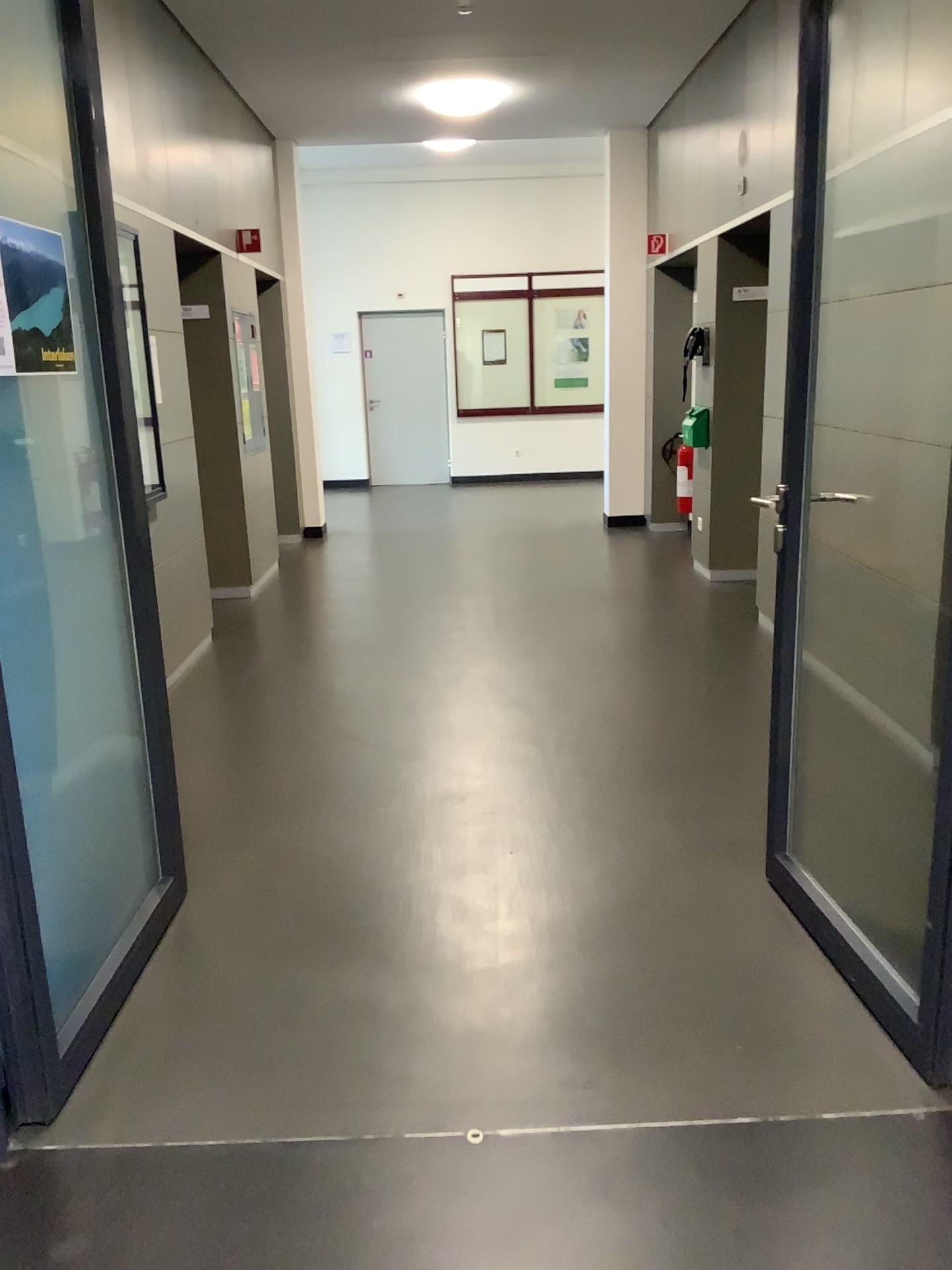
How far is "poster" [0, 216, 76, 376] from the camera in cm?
206

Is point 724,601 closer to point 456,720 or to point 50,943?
point 456,720

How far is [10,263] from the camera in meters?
2.1
